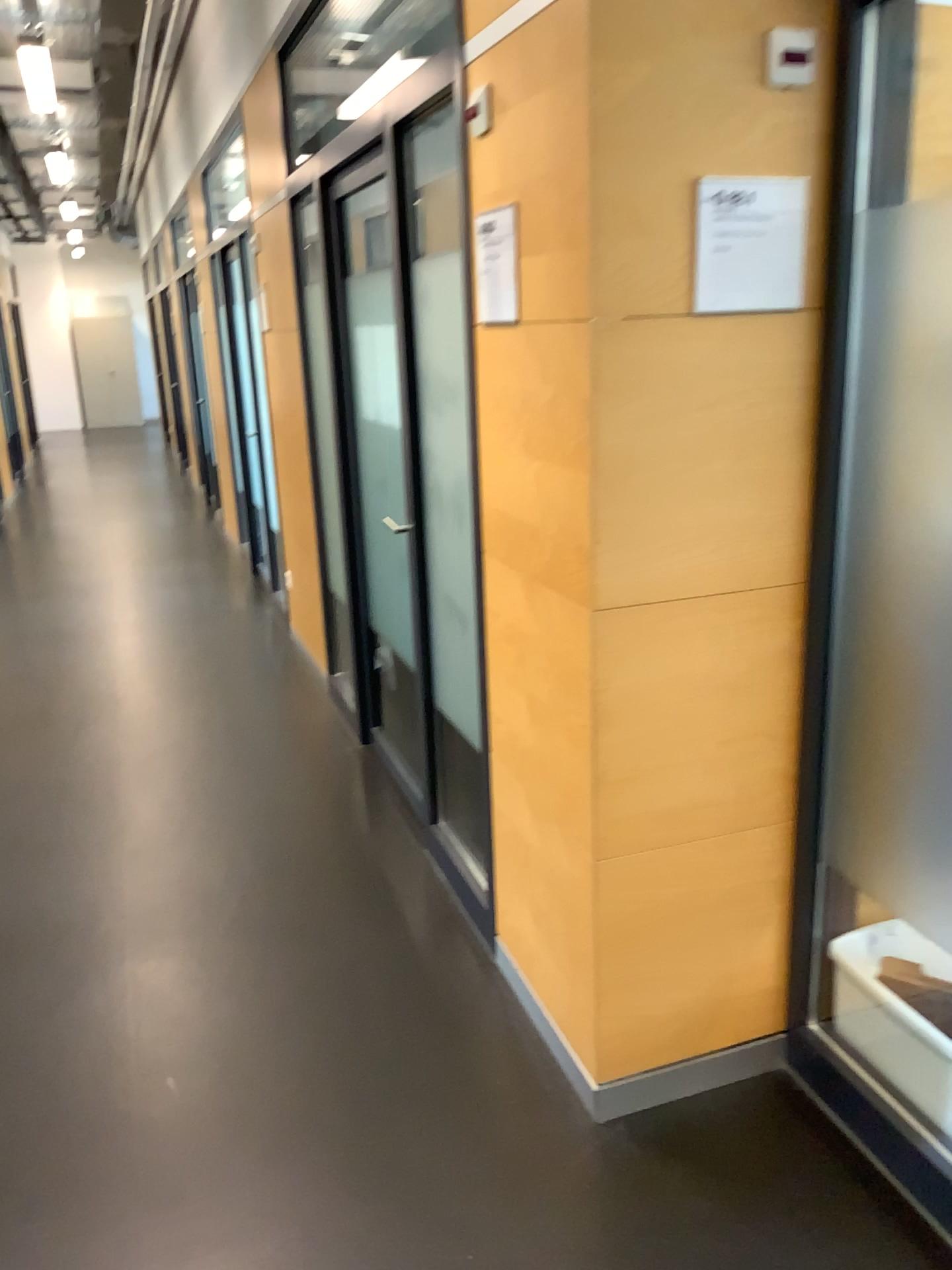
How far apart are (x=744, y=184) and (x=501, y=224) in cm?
55

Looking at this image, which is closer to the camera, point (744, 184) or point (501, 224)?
point (744, 184)

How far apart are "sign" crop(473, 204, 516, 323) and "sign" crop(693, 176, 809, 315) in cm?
49

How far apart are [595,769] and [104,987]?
1.4m

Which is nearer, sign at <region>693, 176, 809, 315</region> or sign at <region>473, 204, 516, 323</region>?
sign at <region>693, 176, 809, 315</region>

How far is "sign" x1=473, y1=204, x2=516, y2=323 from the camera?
2.1 meters

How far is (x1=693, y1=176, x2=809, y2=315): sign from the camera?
1.7 meters

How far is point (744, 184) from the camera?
1.73m
